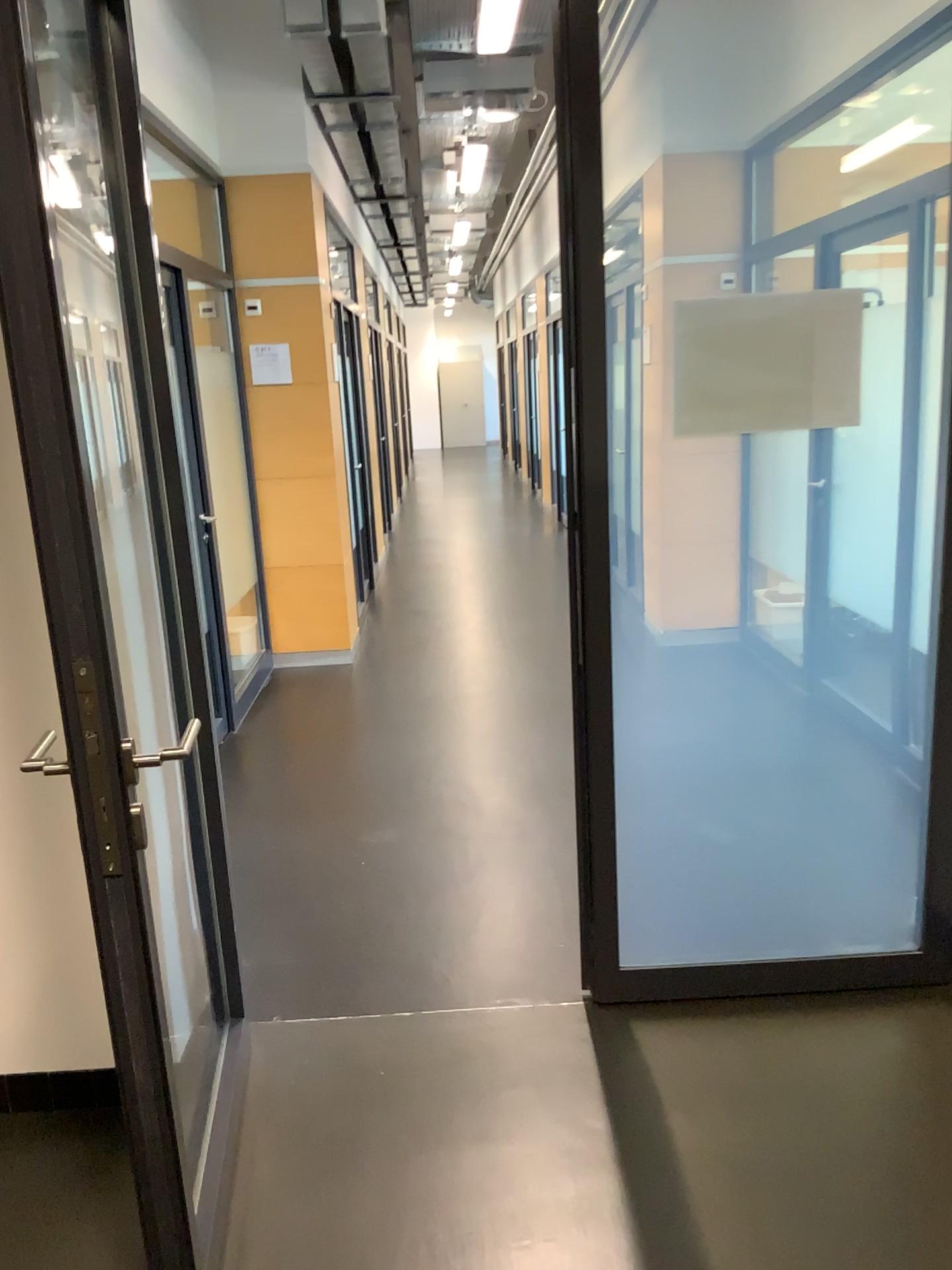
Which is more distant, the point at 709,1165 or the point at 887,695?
the point at 887,695
